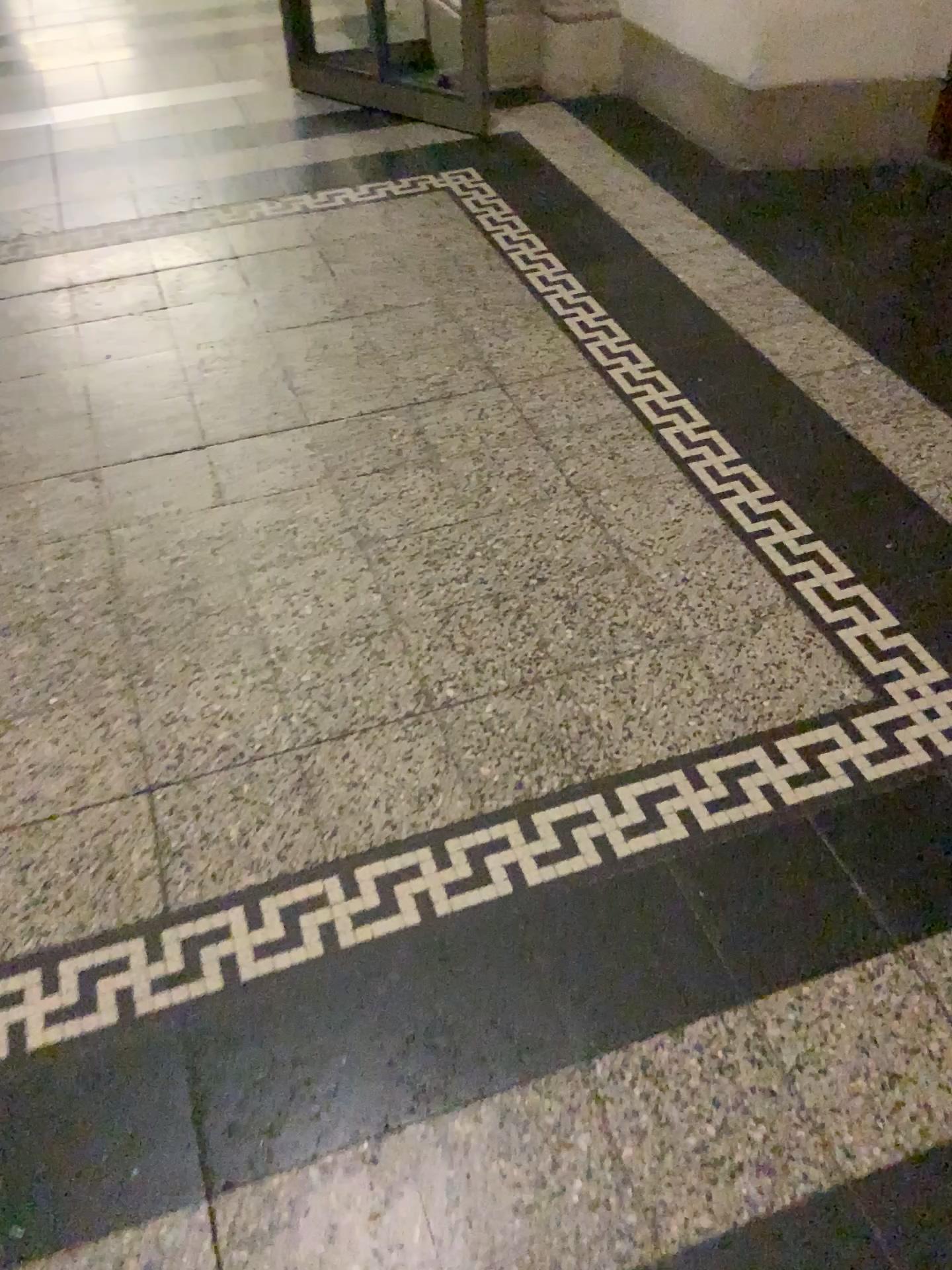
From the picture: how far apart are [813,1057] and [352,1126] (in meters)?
0.50
